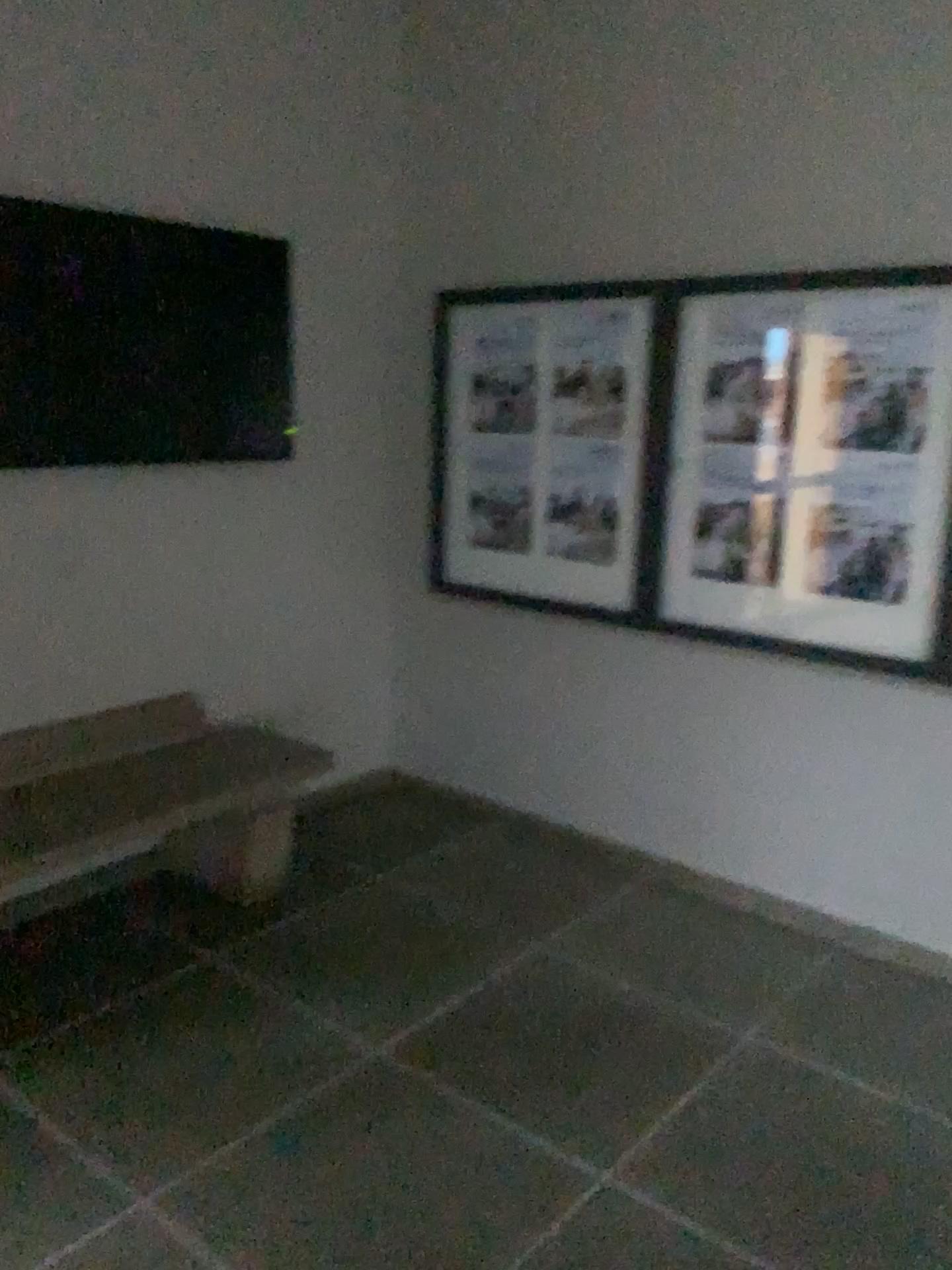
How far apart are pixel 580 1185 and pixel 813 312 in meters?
2.4

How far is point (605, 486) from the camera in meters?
3.7

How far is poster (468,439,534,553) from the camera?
3.93m

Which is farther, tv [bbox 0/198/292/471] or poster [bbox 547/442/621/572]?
poster [bbox 547/442/621/572]

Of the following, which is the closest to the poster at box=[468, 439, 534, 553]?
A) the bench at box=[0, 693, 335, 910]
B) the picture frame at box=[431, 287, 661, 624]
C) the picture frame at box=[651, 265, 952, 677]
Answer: the picture frame at box=[431, 287, 661, 624]

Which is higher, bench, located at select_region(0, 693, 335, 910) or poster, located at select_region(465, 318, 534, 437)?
poster, located at select_region(465, 318, 534, 437)

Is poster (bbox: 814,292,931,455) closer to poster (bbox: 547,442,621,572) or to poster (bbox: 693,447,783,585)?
poster (bbox: 693,447,783,585)

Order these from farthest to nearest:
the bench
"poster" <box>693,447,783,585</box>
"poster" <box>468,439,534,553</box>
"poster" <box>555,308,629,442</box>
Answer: "poster" <box>468,439,534,553</box>, "poster" <box>555,308,629,442</box>, "poster" <box>693,447,783,585</box>, the bench

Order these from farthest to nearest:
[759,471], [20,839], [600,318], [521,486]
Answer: [521,486] < [600,318] < [759,471] < [20,839]

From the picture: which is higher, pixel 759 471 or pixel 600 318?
pixel 600 318
